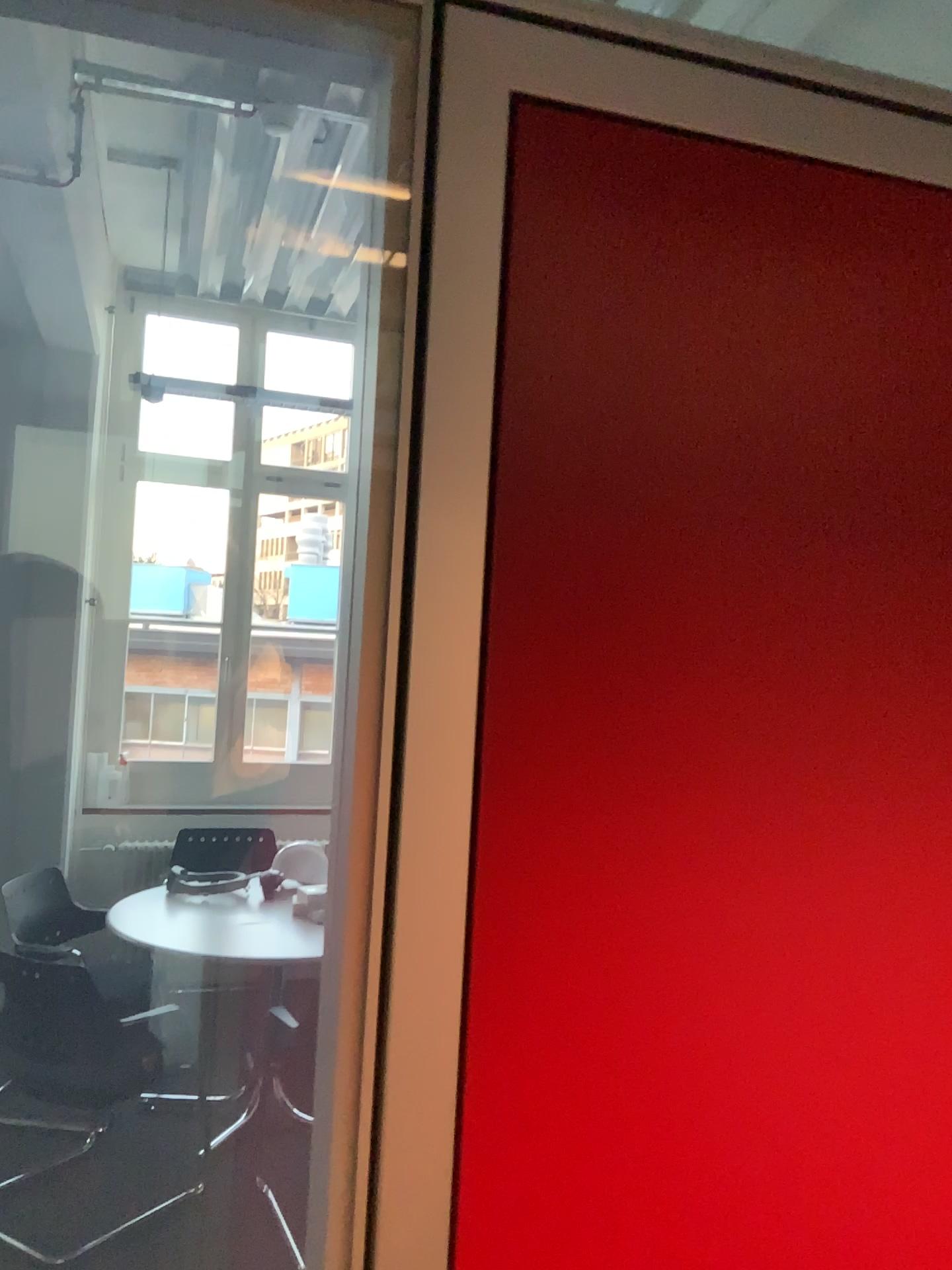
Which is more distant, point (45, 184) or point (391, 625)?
point (45, 184)

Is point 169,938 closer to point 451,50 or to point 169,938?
point 169,938

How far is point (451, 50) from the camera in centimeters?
71cm

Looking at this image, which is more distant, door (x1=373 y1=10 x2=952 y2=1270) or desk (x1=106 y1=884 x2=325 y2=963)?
desk (x1=106 y1=884 x2=325 y2=963)

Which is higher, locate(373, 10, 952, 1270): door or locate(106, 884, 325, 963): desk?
locate(373, 10, 952, 1270): door

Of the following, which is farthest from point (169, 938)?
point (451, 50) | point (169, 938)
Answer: point (451, 50)

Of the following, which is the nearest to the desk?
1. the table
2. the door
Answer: the table

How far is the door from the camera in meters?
0.7 m

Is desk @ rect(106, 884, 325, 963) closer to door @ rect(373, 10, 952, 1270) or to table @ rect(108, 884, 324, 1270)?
table @ rect(108, 884, 324, 1270)
